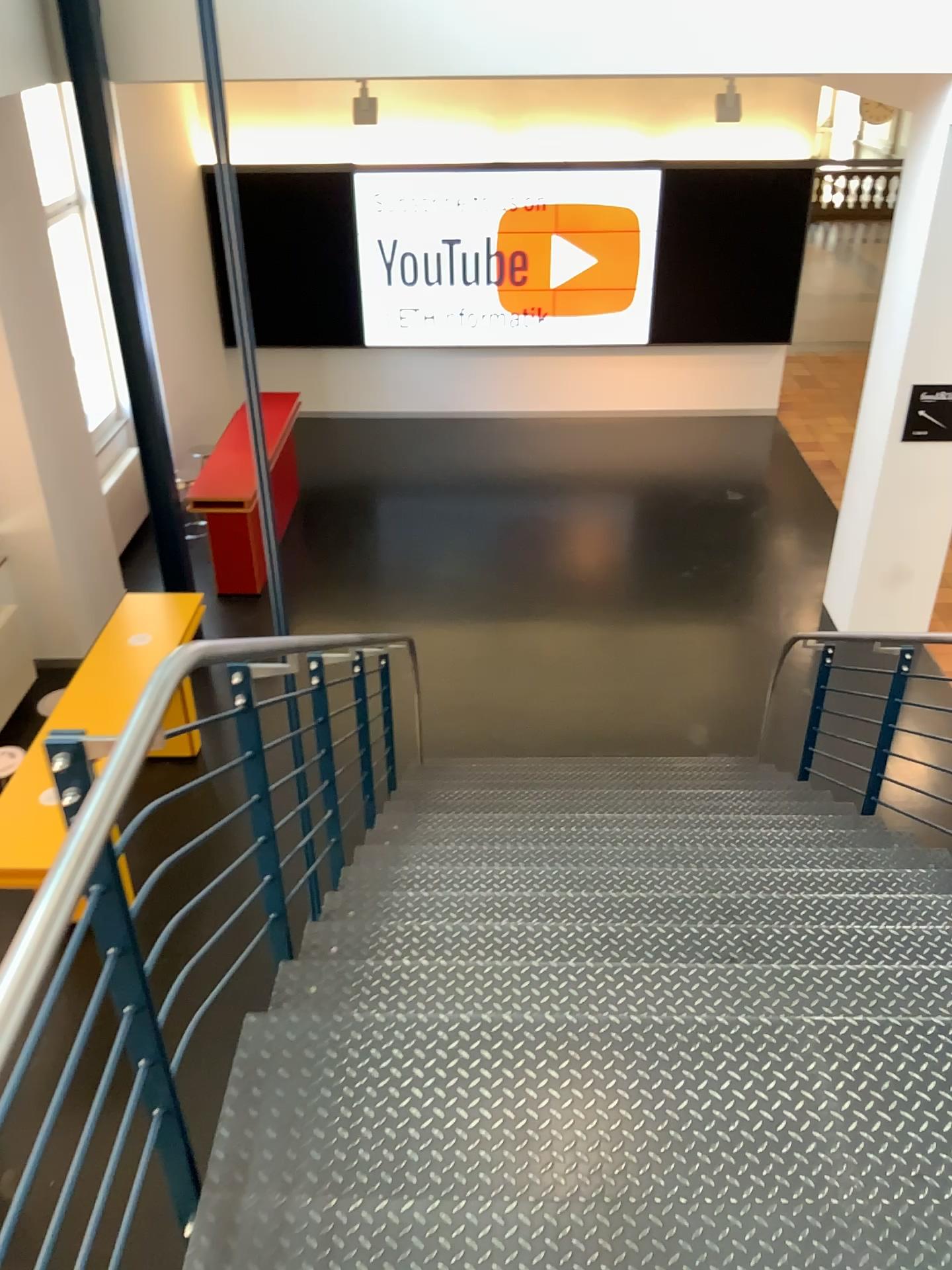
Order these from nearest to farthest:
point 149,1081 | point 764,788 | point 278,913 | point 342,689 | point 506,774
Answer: point 149,1081
point 278,913
point 342,689
point 764,788
point 506,774
